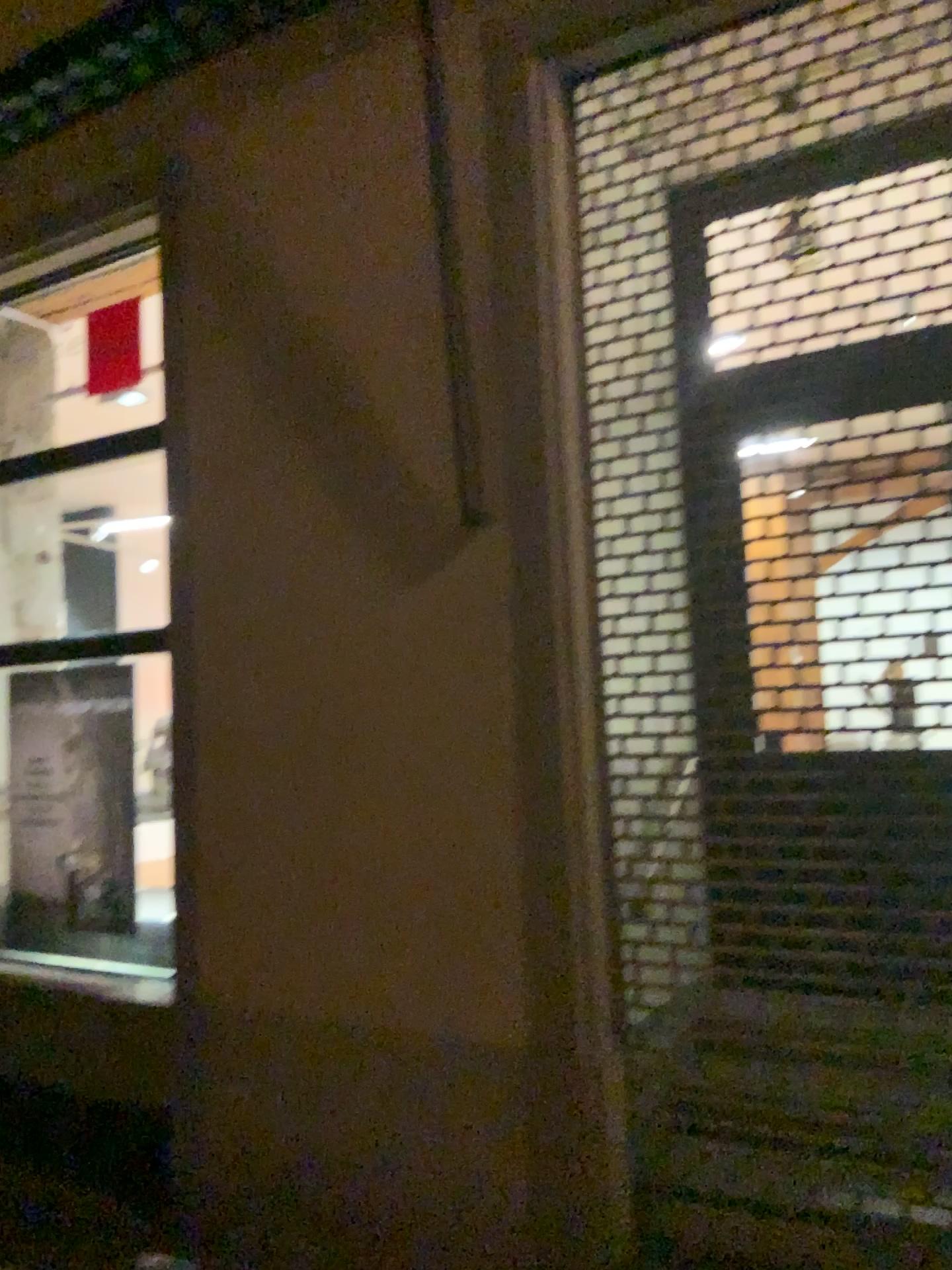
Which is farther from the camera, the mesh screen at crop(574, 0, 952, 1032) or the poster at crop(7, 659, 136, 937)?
the poster at crop(7, 659, 136, 937)

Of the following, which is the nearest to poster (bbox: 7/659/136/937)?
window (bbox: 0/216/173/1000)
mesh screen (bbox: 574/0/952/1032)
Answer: window (bbox: 0/216/173/1000)

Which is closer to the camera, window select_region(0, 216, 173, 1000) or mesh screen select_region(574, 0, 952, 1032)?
mesh screen select_region(574, 0, 952, 1032)

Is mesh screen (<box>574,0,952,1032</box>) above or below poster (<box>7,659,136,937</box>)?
above

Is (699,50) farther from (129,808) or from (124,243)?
(129,808)

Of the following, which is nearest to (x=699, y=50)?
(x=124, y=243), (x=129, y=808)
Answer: (x=124, y=243)

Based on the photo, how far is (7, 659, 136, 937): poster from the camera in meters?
4.5 m

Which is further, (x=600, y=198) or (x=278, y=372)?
(x=278, y=372)

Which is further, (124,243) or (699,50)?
(124,243)

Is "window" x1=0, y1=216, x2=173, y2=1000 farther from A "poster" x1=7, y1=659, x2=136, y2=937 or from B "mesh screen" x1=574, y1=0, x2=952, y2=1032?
B "mesh screen" x1=574, y1=0, x2=952, y2=1032
